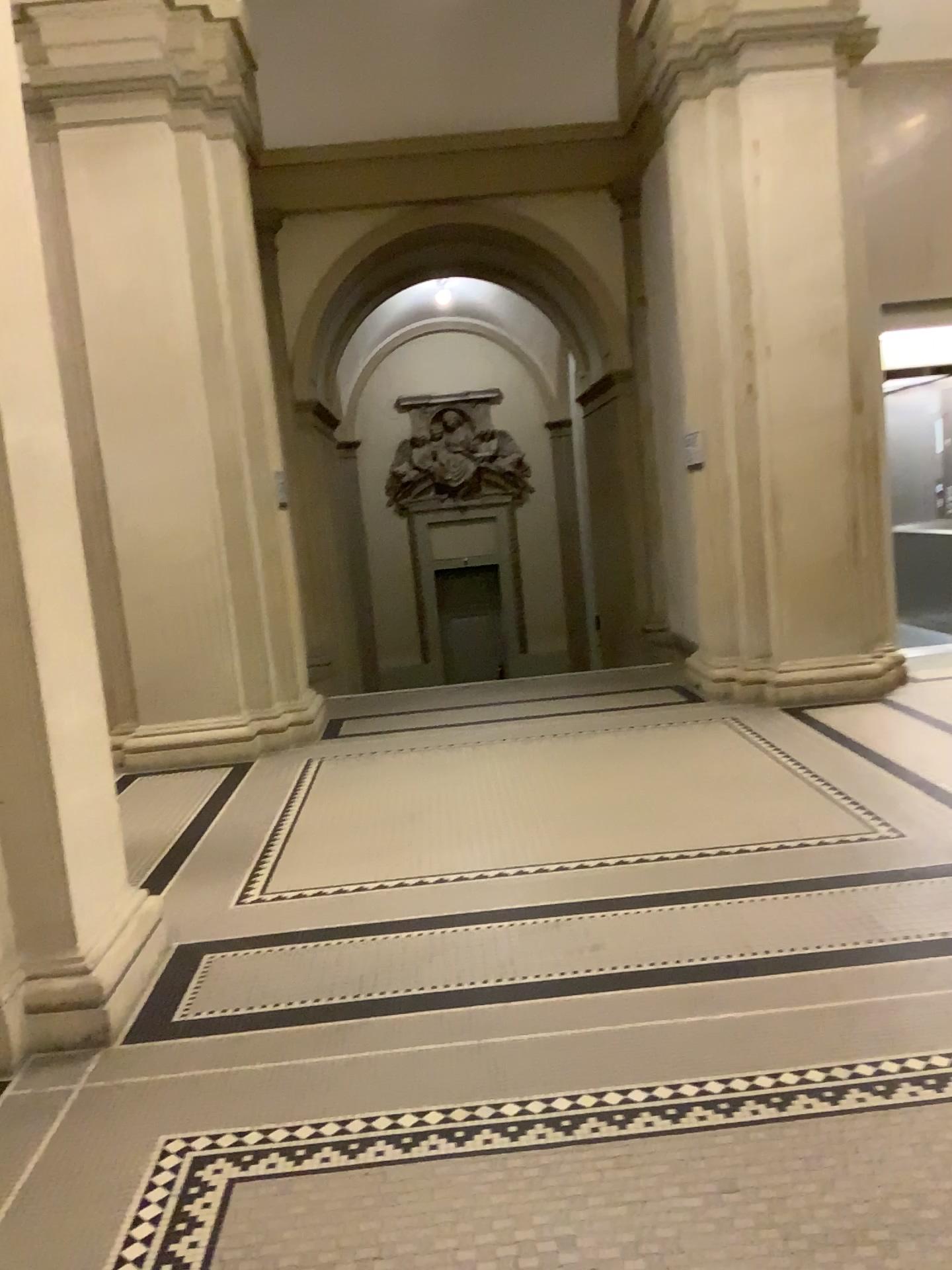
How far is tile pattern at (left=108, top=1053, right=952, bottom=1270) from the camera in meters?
2.4

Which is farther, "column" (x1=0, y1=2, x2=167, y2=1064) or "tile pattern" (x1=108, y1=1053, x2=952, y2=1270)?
"column" (x1=0, y1=2, x2=167, y2=1064)

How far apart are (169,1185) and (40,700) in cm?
139

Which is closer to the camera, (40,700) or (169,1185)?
(169,1185)

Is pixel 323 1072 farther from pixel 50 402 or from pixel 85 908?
pixel 50 402

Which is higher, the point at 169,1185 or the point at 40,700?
the point at 40,700

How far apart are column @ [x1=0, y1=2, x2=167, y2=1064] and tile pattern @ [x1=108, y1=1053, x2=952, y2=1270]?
0.6m

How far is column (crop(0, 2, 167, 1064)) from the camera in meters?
3.1 m
